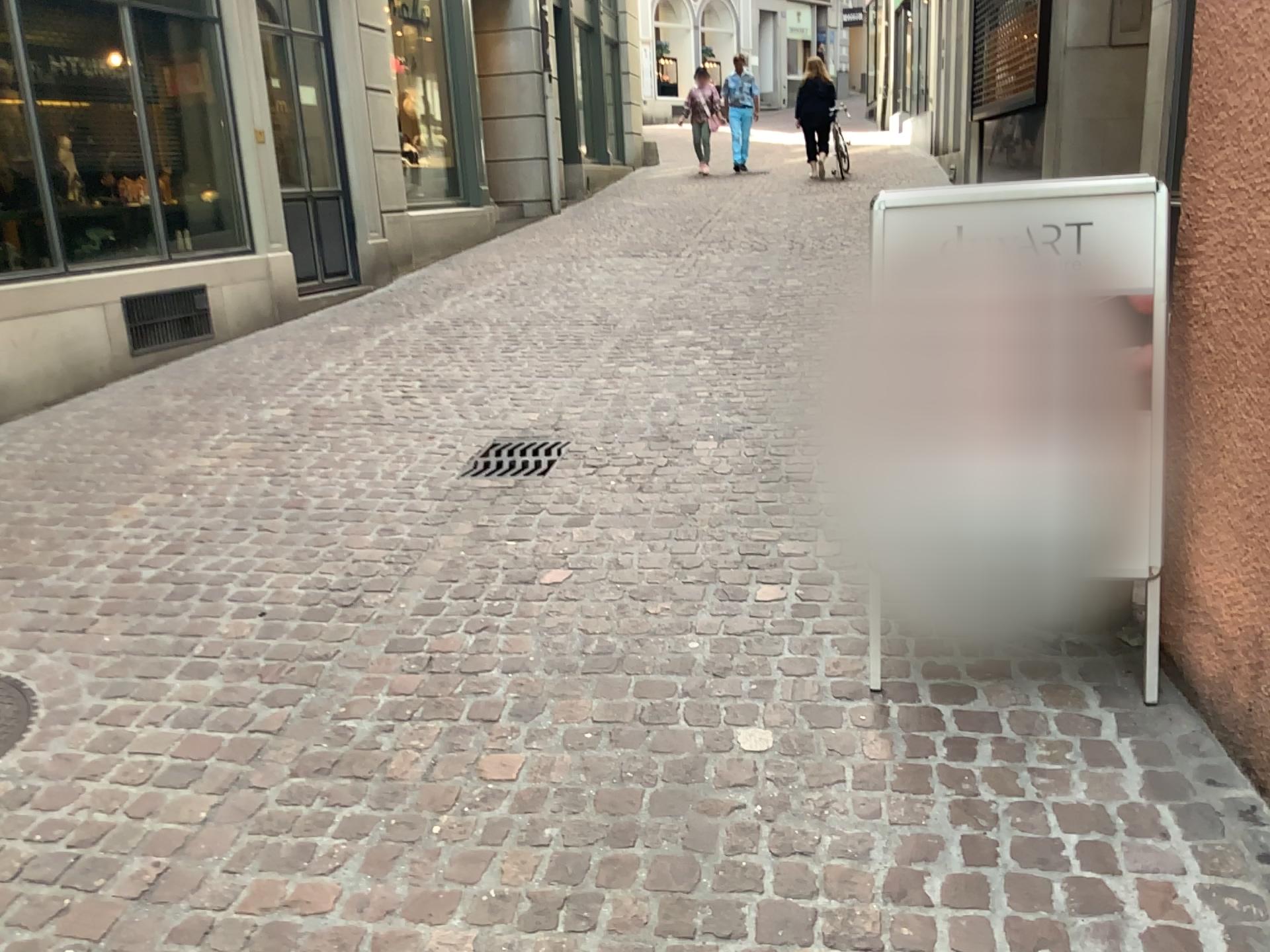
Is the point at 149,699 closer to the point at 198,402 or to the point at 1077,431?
the point at 1077,431

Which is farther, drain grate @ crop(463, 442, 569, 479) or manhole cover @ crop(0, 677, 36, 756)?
drain grate @ crop(463, 442, 569, 479)

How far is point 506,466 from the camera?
4.20m

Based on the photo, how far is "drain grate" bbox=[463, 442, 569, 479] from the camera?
4.20m

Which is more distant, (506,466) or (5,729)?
(506,466)
